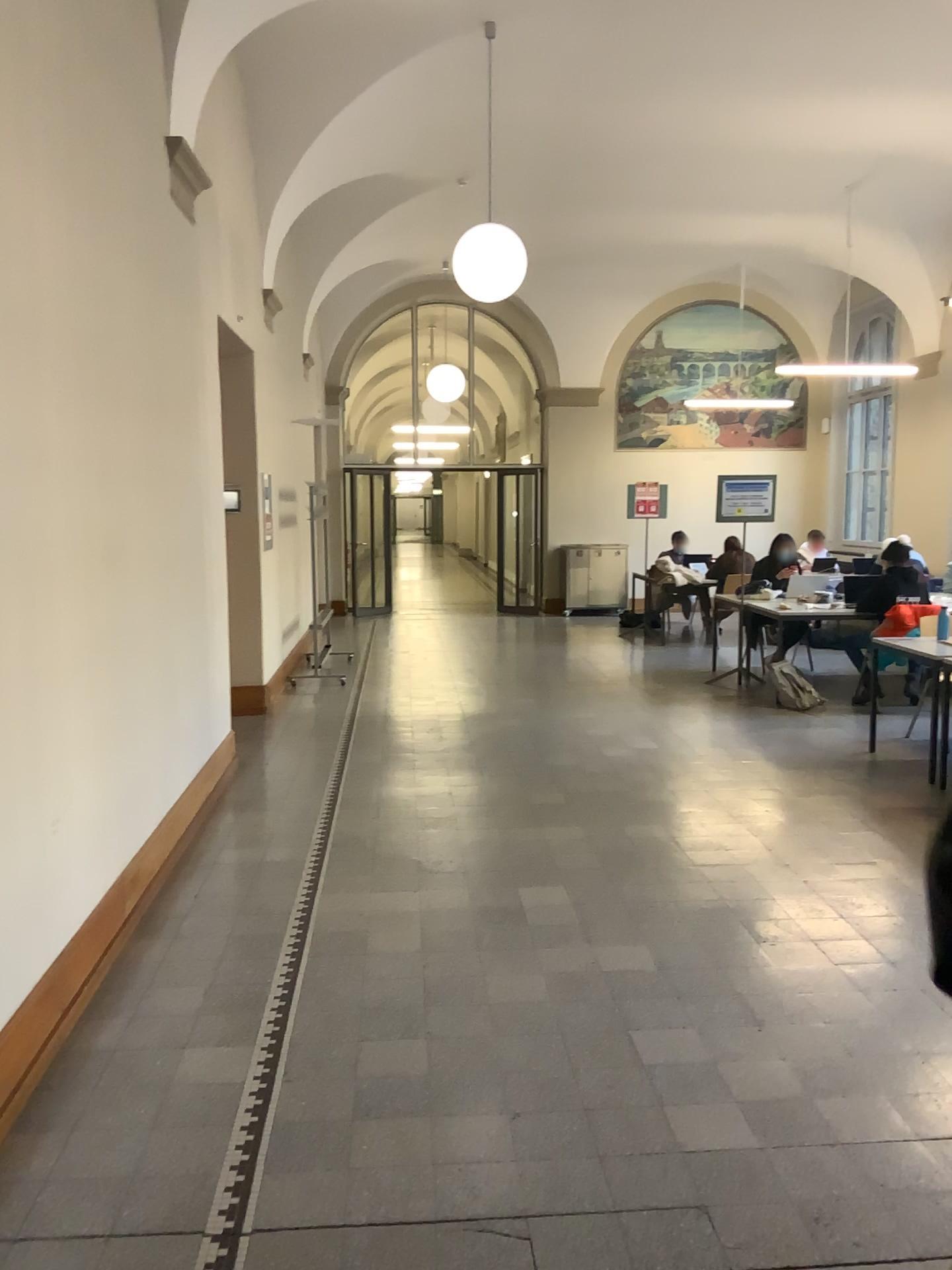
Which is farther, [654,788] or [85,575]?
[654,788]
